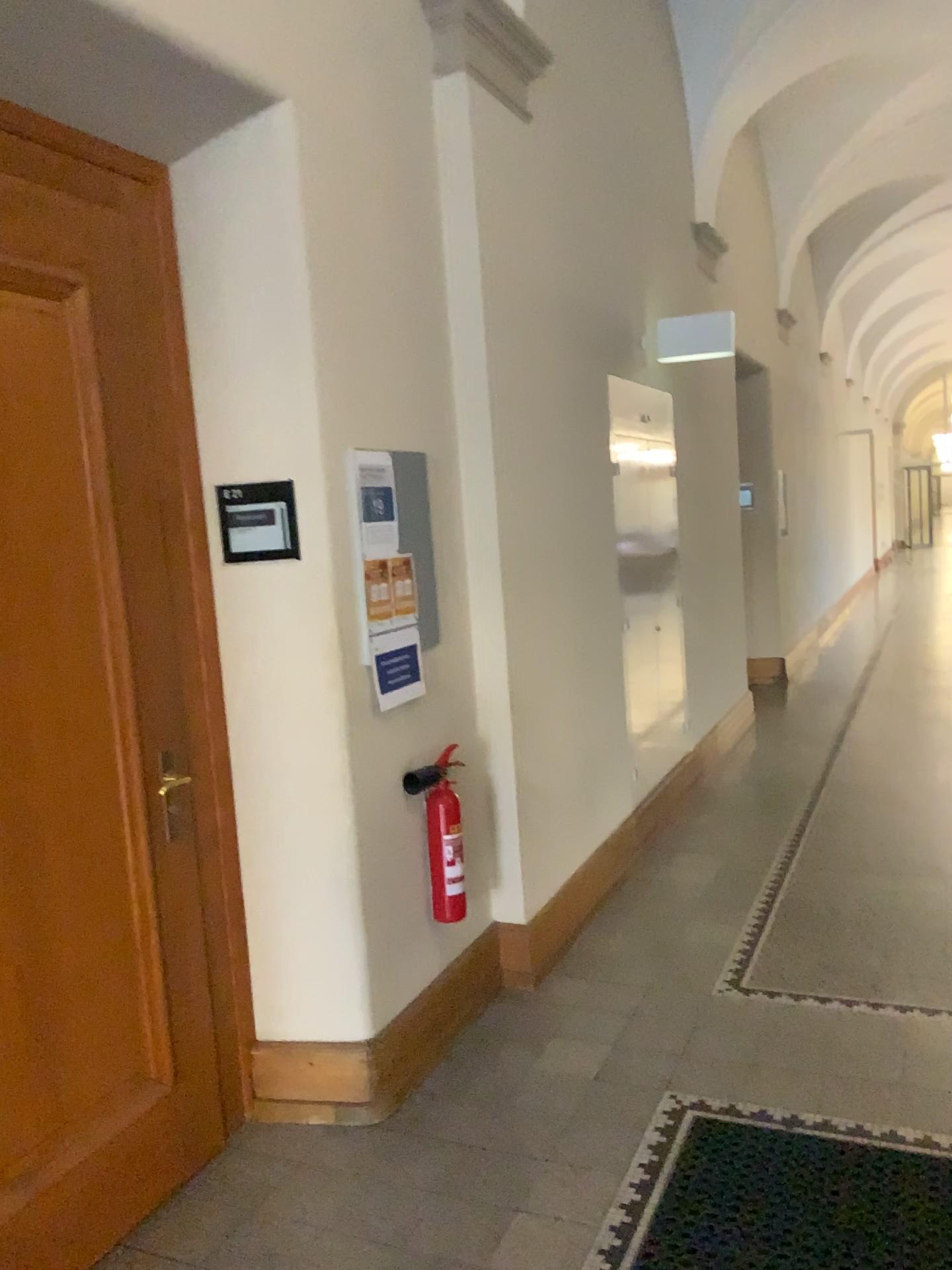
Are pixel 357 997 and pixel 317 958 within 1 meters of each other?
yes

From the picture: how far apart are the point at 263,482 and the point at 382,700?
0.7m

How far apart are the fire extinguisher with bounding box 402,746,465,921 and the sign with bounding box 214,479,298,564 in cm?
84

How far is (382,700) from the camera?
3.0 meters

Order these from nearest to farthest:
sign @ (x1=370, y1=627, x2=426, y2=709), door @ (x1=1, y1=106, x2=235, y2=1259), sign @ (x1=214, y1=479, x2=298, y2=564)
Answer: door @ (x1=1, y1=106, x2=235, y2=1259), sign @ (x1=214, y1=479, x2=298, y2=564), sign @ (x1=370, y1=627, x2=426, y2=709)

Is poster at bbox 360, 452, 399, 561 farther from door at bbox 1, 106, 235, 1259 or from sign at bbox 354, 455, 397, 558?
door at bbox 1, 106, 235, 1259

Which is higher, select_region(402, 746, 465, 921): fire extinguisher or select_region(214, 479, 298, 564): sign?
select_region(214, 479, 298, 564): sign

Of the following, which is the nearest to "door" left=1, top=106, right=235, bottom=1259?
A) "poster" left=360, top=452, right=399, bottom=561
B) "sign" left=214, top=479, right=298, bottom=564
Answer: "sign" left=214, top=479, right=298, bottom=564

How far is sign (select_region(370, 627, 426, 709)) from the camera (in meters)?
3.03

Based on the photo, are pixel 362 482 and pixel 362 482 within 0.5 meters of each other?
yes
